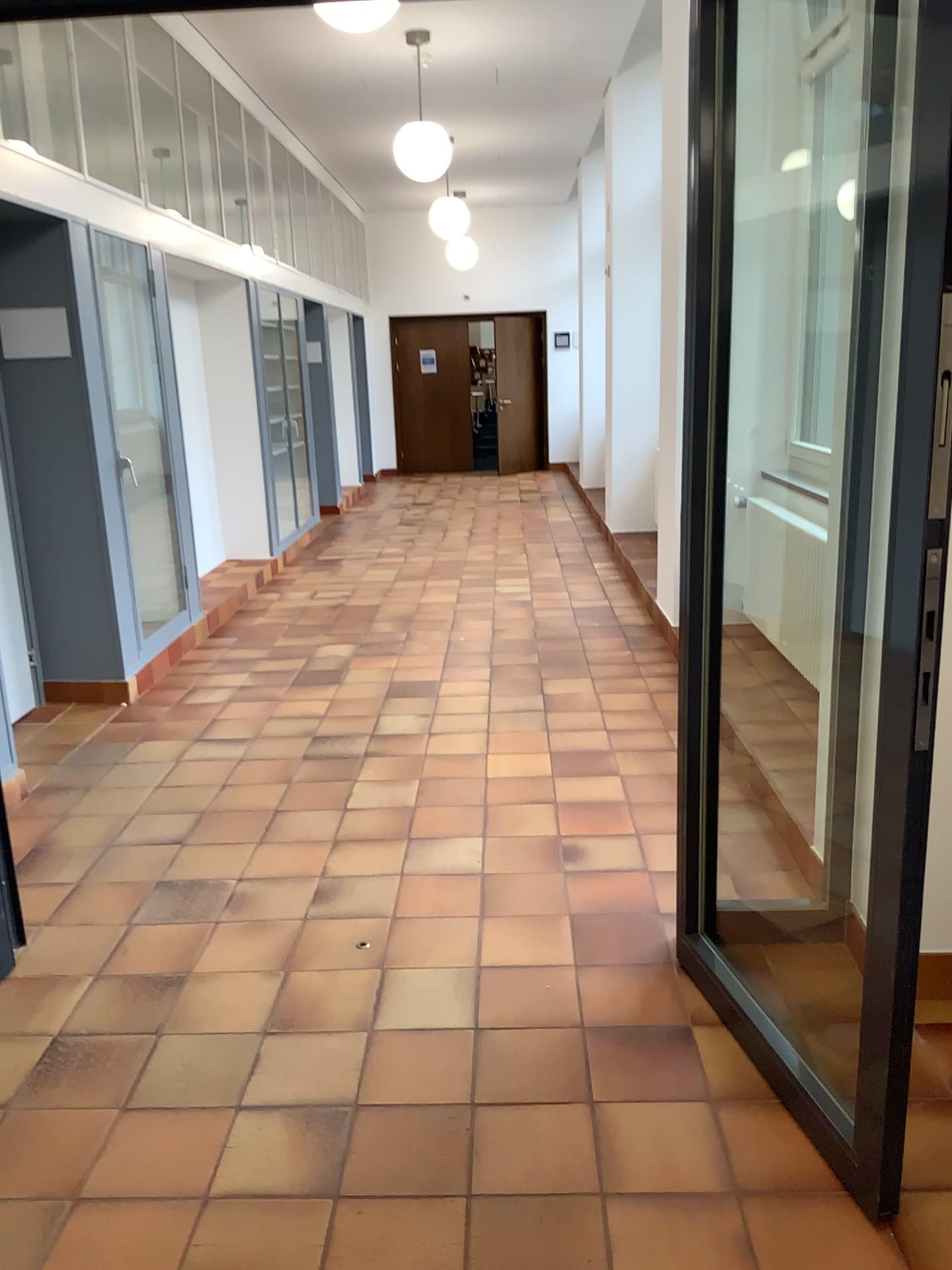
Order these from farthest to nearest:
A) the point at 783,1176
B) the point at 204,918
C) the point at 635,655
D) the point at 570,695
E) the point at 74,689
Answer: the point at 635,655 < the point at 74,689 < the point at 570,695 < the point at 204,918 < the point at 783,1176
